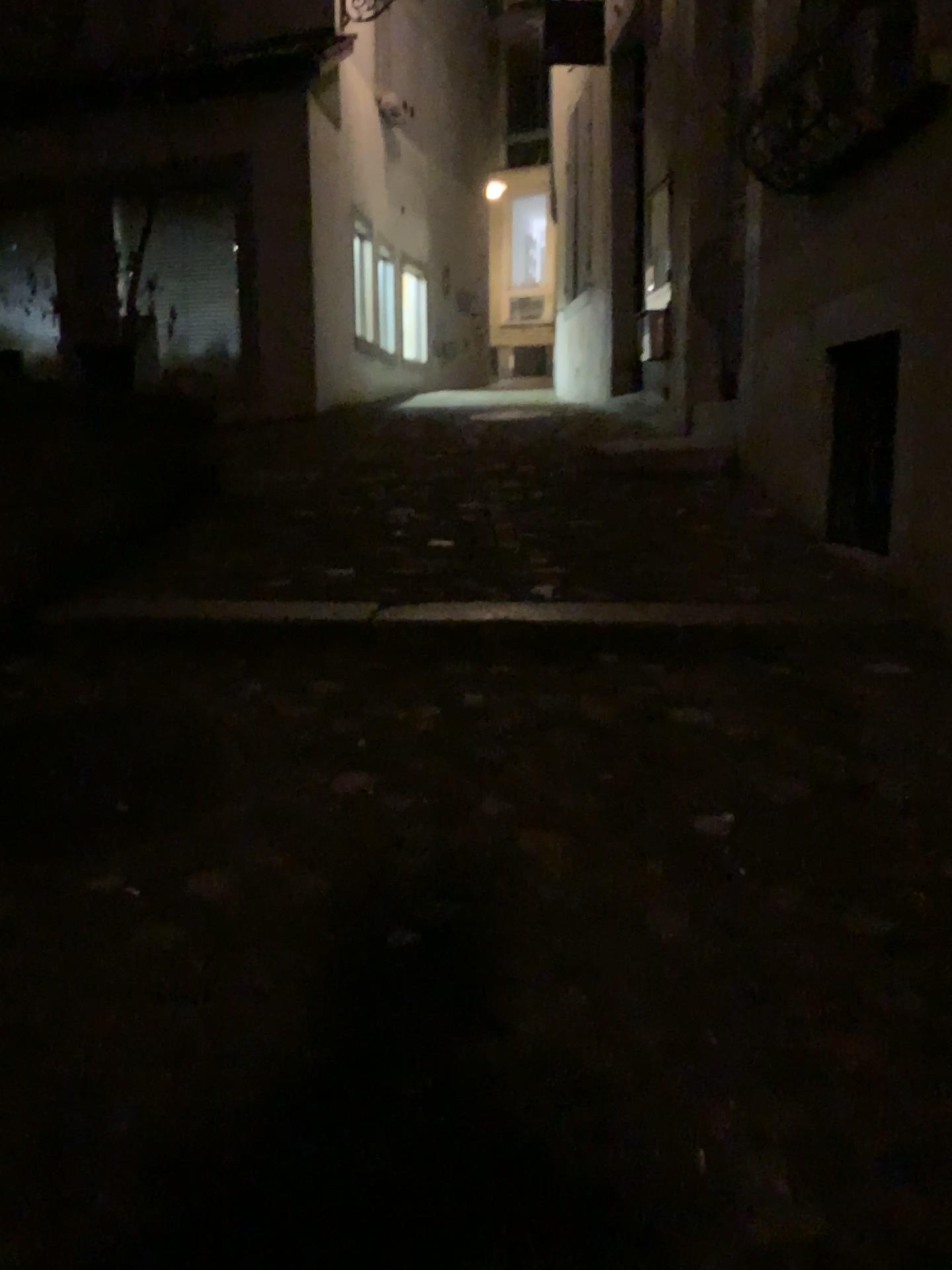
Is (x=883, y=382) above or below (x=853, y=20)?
below

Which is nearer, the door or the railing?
the railing

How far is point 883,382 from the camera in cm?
384

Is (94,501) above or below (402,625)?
above

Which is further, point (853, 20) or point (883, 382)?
point (883, 382)

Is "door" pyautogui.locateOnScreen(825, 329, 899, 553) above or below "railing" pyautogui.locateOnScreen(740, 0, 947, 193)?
below

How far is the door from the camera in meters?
3.8 m
